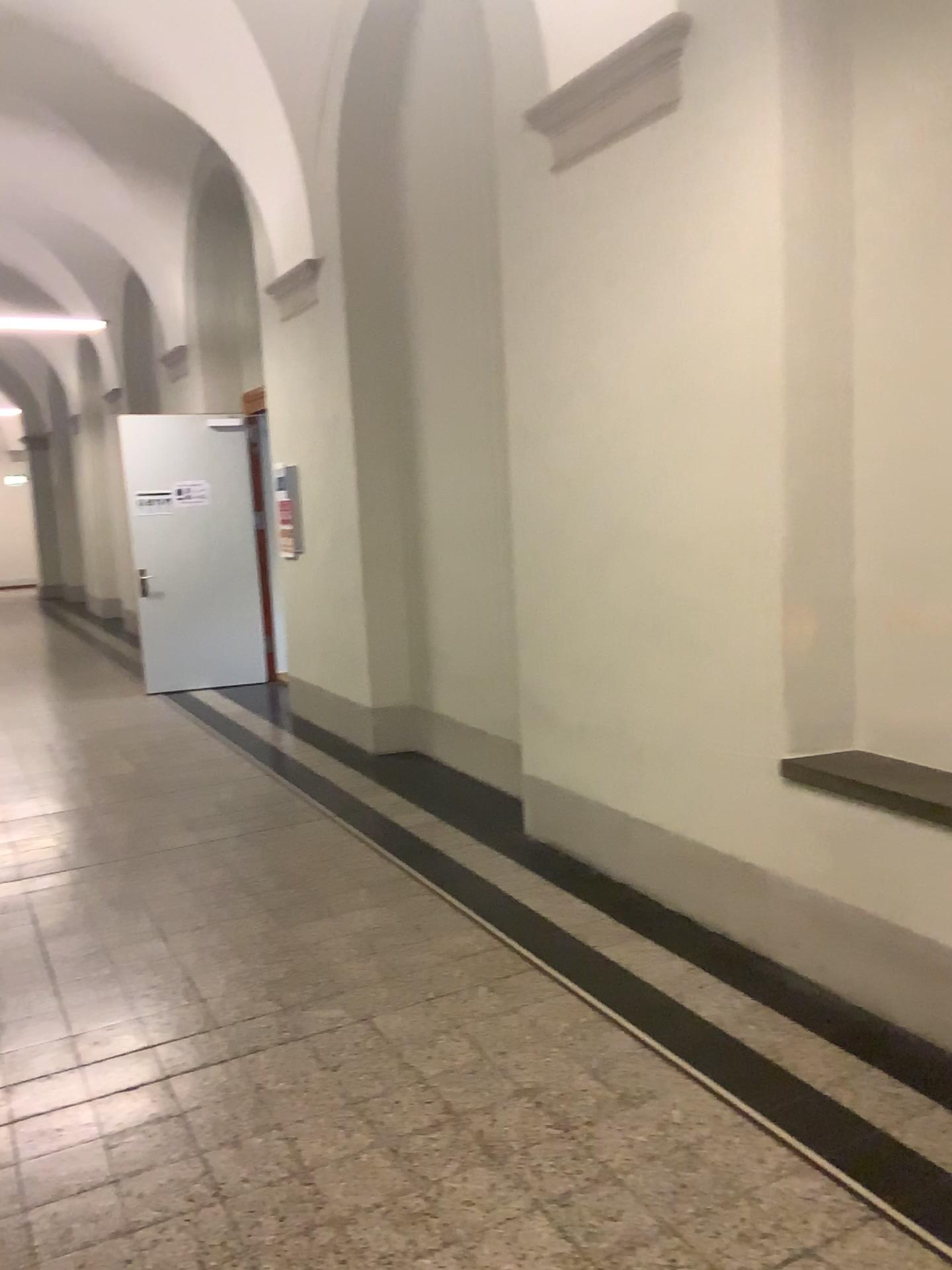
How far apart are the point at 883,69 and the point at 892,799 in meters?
2.1
